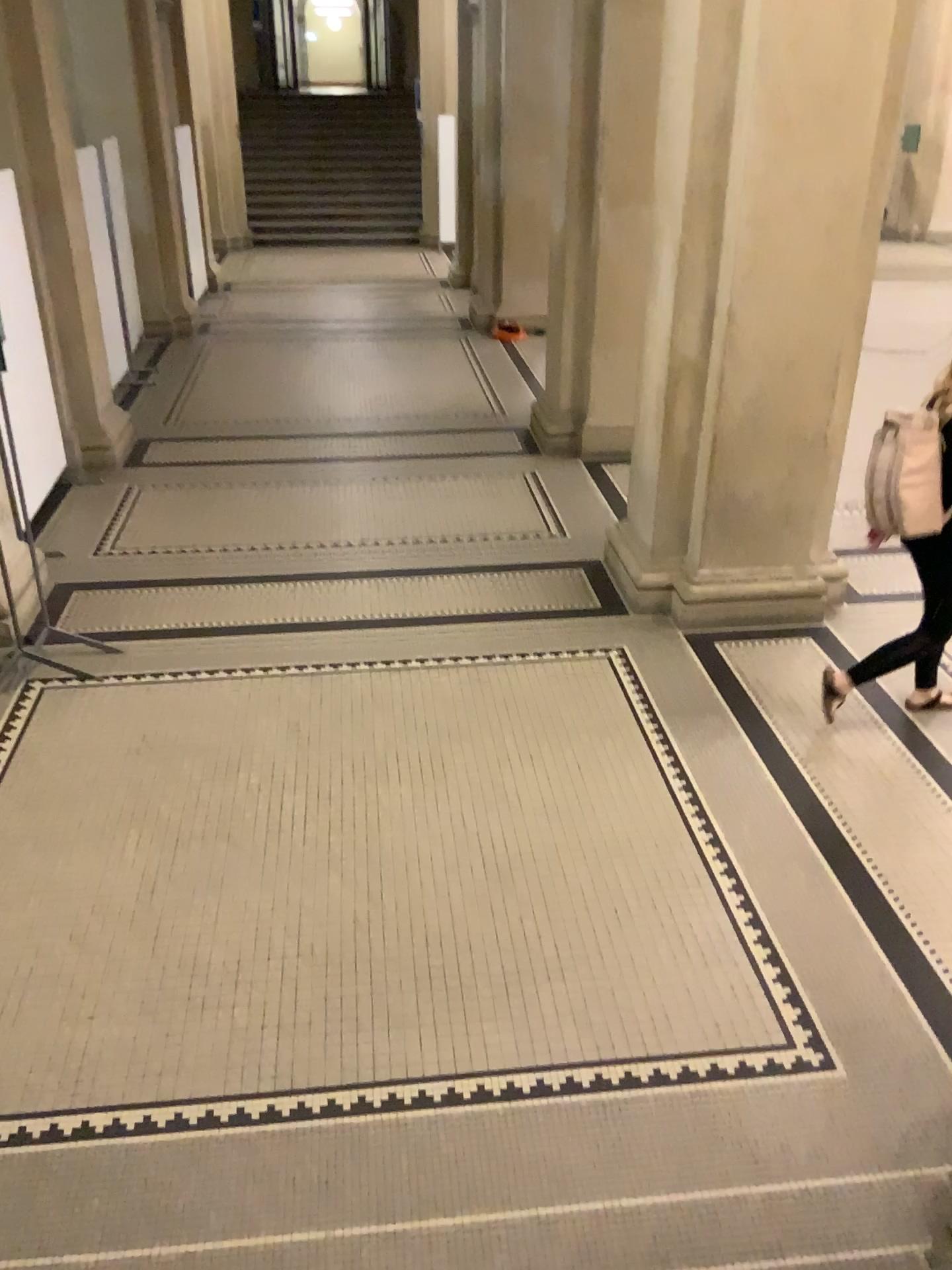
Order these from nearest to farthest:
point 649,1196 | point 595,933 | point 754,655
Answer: point 649,1196
point 595,933
point 754,655
